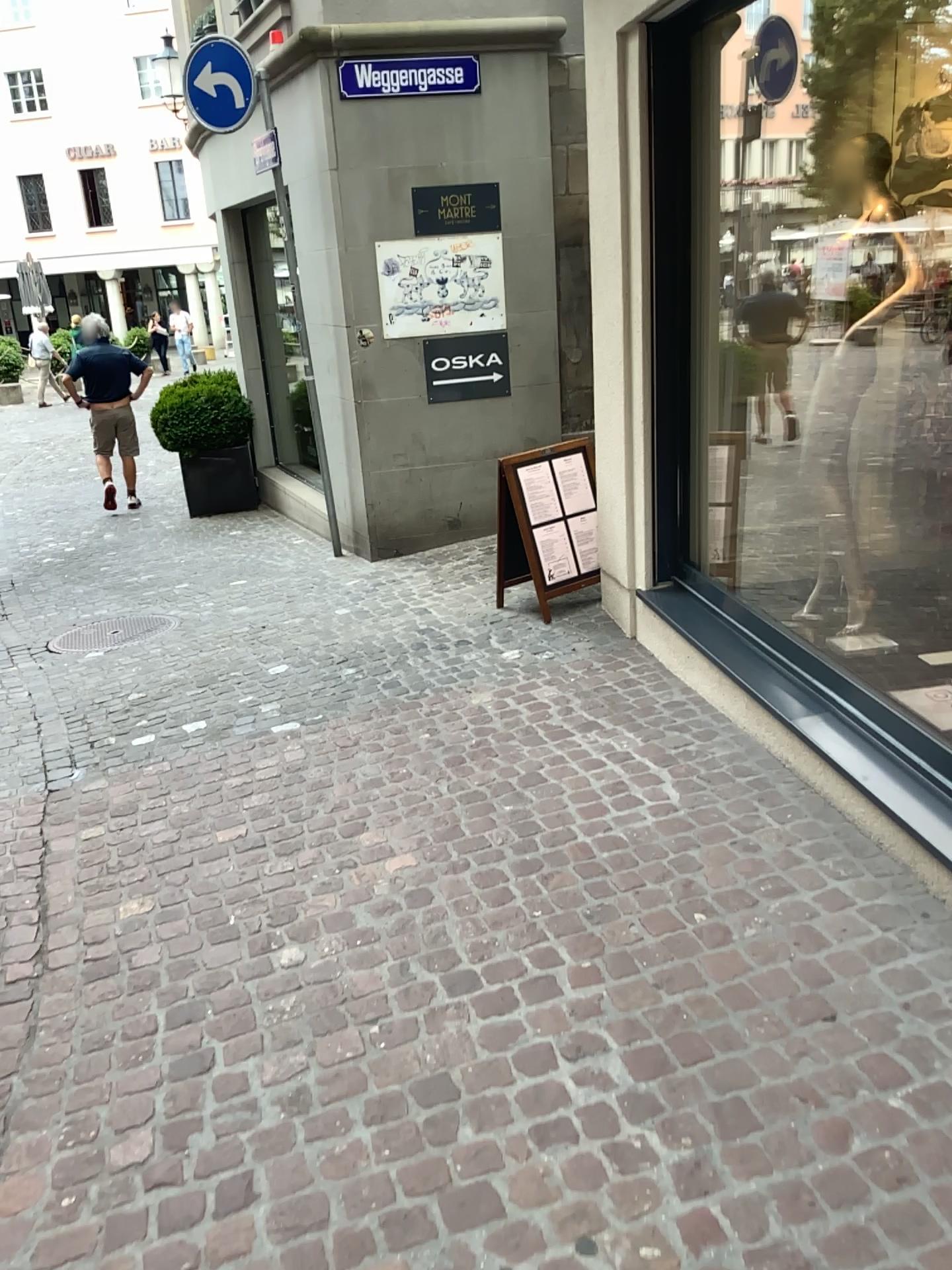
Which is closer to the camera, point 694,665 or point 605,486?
point 694,665
